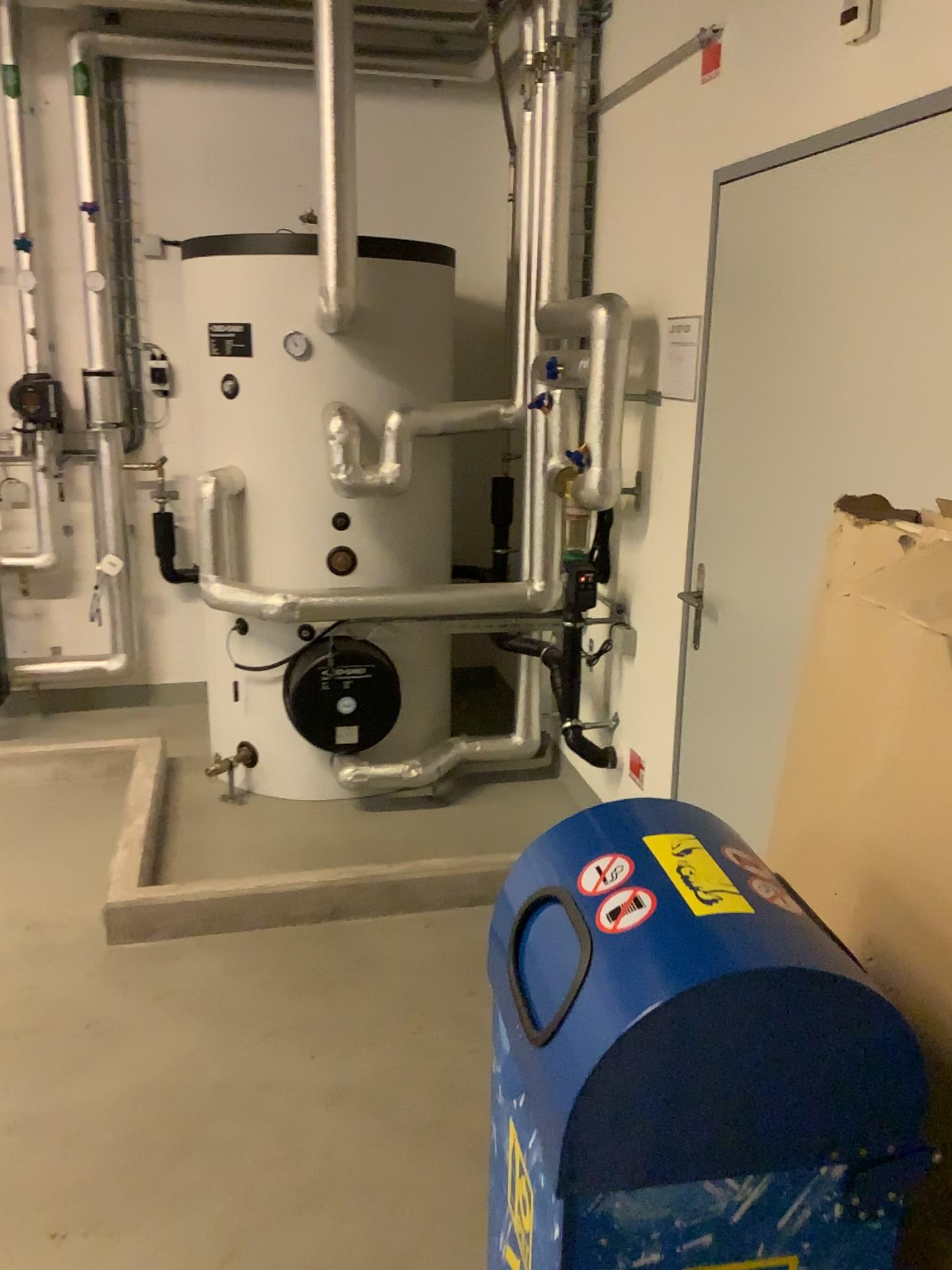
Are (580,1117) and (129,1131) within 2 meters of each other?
yes

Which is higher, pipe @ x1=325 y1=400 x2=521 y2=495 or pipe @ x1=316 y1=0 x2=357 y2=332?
pipe @ x1=316 y1=0 x2=357 y2=332

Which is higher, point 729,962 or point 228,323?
point 228,323

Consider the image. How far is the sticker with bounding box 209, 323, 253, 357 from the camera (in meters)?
3.54

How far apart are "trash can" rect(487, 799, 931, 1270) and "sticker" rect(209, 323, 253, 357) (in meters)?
2.86

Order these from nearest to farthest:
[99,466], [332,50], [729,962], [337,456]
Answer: [729,962], [332,50], [337,456], [99,466]

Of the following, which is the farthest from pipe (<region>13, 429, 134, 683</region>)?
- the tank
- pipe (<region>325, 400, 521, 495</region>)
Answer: pipe (<region>325, 400, 521, 495</region>)

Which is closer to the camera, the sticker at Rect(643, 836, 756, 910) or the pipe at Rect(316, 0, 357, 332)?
the sticker at Rect(643, 836, 756, 910)

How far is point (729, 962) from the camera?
1.0m

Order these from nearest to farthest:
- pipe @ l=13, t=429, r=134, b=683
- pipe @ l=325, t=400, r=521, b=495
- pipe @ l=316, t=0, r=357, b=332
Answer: pipe @ l=316, t=0, r=357, b=332
pipe @ l=325, t=400, r=521, b=495
pipe @ l=13, t=429, r=134, b=683
